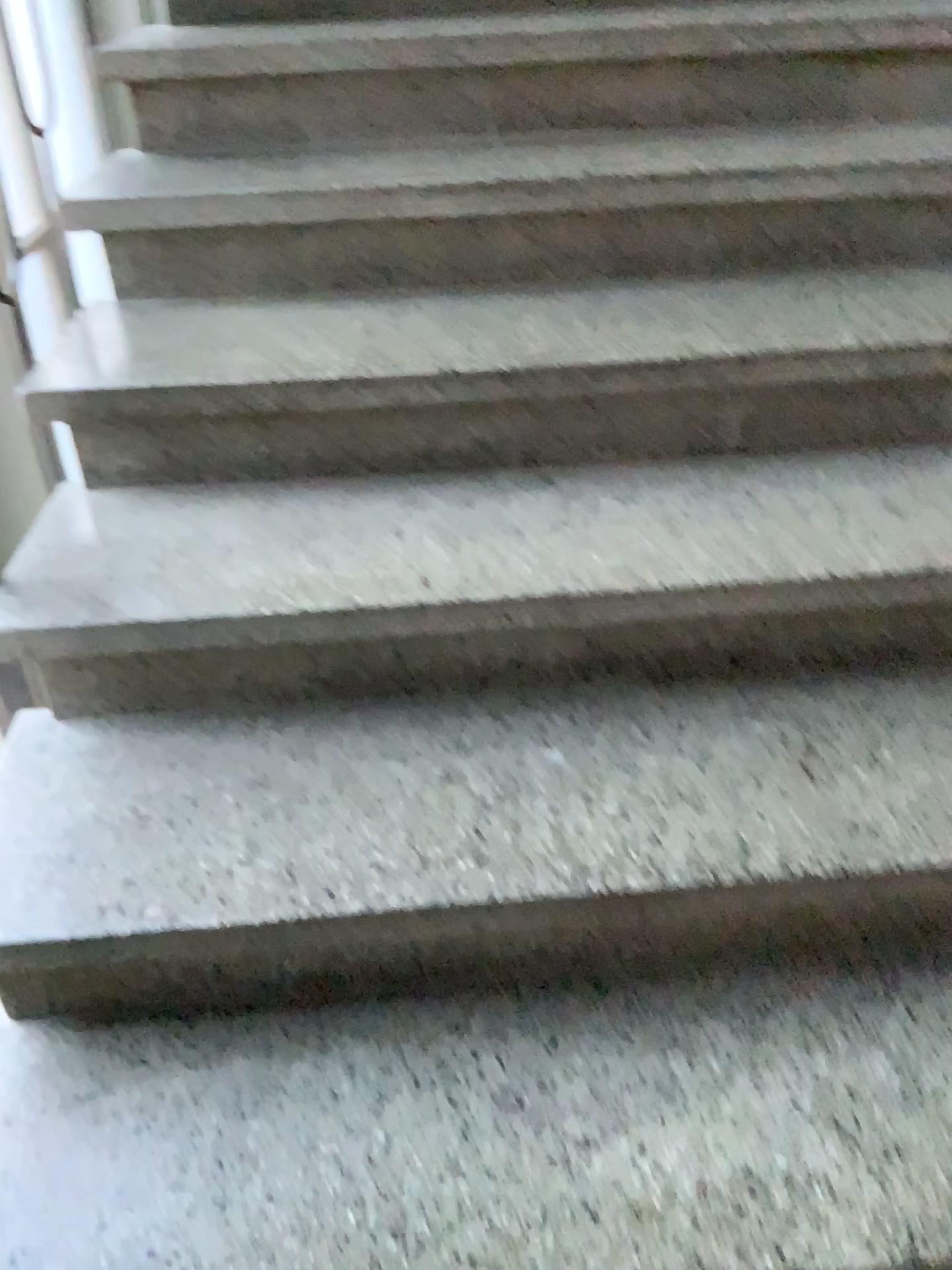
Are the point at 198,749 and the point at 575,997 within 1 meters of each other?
yes

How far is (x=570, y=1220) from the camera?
0.9m

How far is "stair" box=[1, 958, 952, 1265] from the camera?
0.9m
